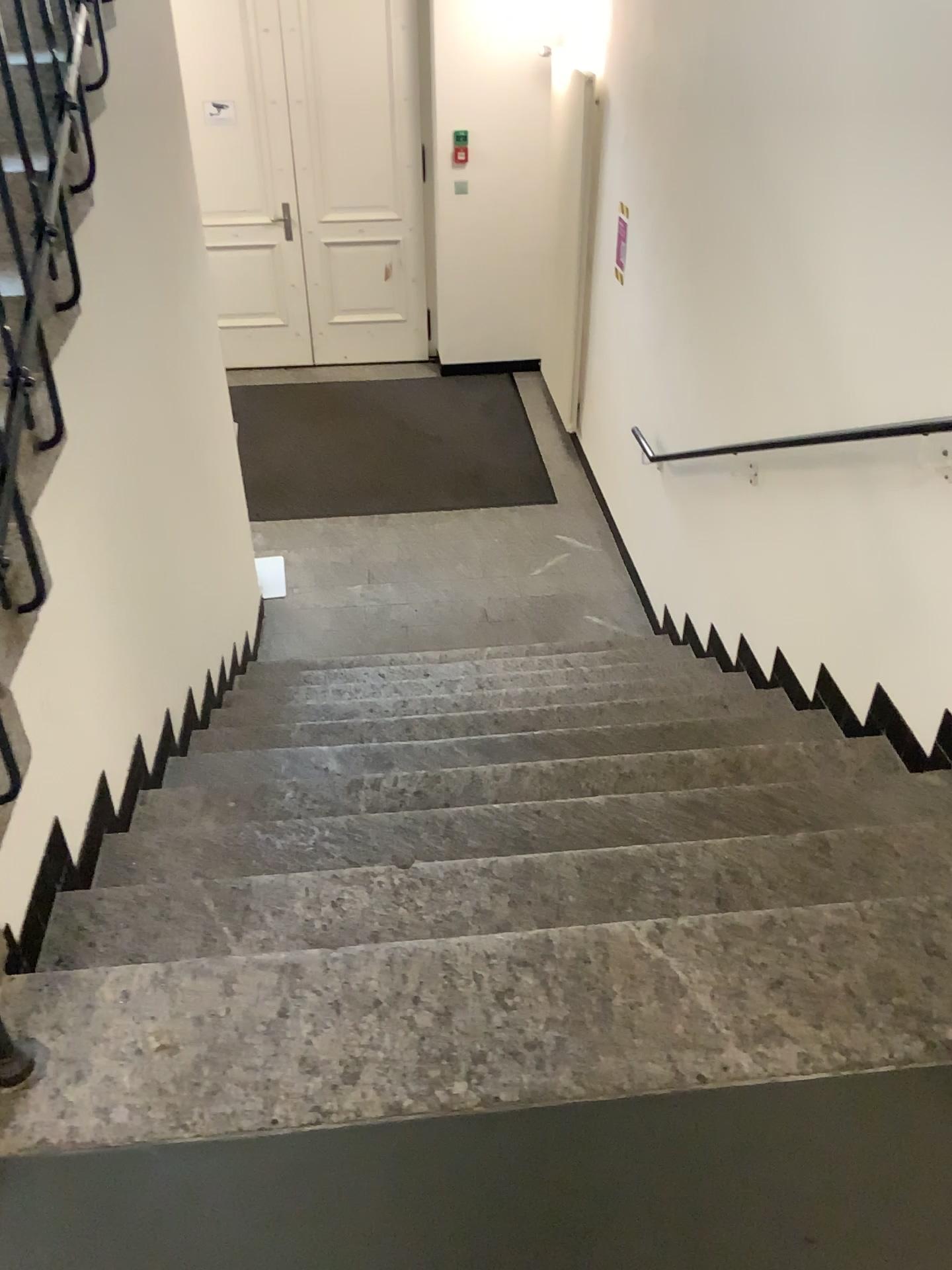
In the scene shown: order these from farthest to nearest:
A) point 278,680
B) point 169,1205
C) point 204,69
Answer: point 204,69 → point 278,680 → point 169,1205
